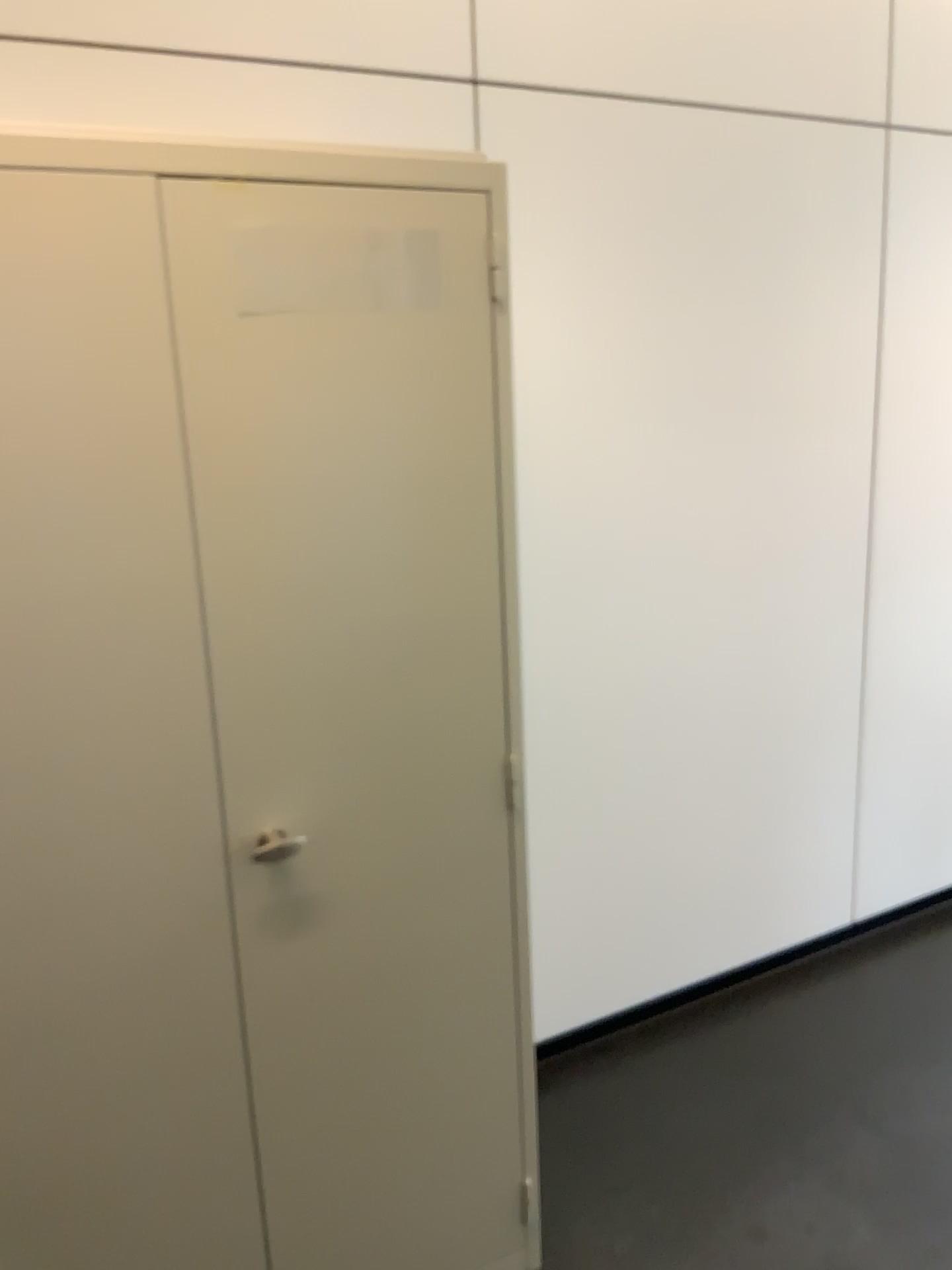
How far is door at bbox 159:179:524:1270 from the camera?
1.4 meters

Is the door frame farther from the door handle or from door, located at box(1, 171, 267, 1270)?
the door handle

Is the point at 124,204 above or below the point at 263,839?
above

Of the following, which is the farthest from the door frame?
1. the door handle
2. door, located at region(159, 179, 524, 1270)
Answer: the door handle

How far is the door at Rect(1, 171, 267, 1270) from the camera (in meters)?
1.31

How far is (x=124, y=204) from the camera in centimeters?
131cm

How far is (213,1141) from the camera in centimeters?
161cm

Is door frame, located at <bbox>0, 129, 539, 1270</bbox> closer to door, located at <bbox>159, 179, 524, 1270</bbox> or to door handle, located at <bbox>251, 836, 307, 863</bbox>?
door, located at <bbox>159, 179, 524, 1270</bbox>

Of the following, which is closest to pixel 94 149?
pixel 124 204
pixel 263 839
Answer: pixel 124 204
